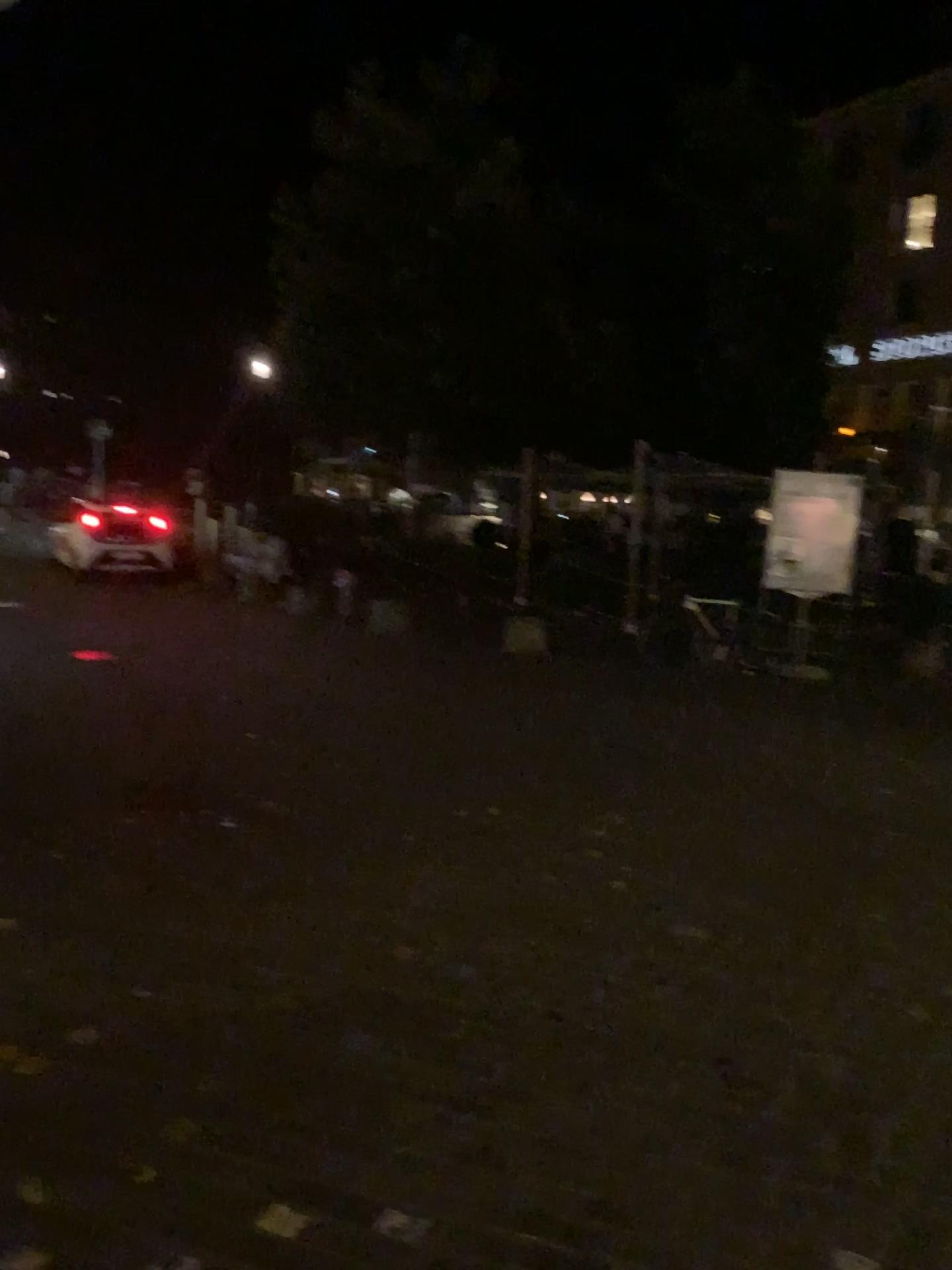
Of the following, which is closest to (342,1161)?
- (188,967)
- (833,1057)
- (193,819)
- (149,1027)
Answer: (149,1027)
